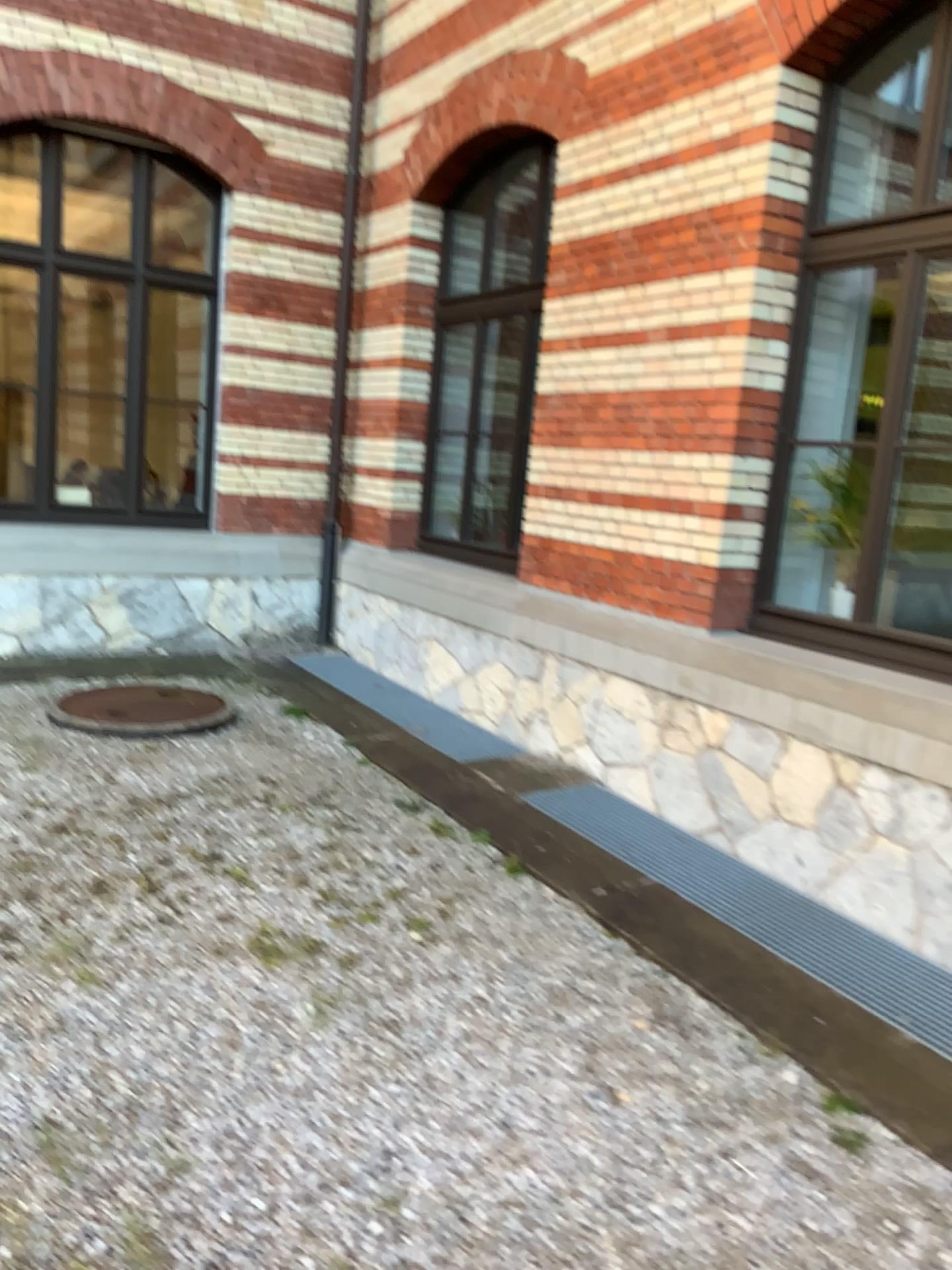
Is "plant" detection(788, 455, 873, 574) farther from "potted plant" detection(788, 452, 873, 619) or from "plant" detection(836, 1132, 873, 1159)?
"plant" detection(836, 1132, 873, 1159)

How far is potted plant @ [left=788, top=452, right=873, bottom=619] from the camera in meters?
4.3

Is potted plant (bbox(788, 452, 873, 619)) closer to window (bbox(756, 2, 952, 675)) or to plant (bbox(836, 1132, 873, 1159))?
window (bbox(756, 2, 952, 675))

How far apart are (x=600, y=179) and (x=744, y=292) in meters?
1.1

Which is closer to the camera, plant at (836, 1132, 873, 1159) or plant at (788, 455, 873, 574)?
plant at (836, 1132, 873, 1159)

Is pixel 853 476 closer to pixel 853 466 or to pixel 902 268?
pixel 853 466

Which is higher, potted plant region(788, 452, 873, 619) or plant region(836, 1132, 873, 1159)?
potted plant region(788, 452, 873, 619)

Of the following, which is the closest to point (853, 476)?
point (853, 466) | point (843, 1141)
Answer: point (853, 466)

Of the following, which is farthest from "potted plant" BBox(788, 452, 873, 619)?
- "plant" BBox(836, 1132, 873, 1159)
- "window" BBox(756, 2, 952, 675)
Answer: "plant" BBox(836, 1132, 873, 1159)

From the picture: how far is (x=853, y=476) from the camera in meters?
4.3 m
